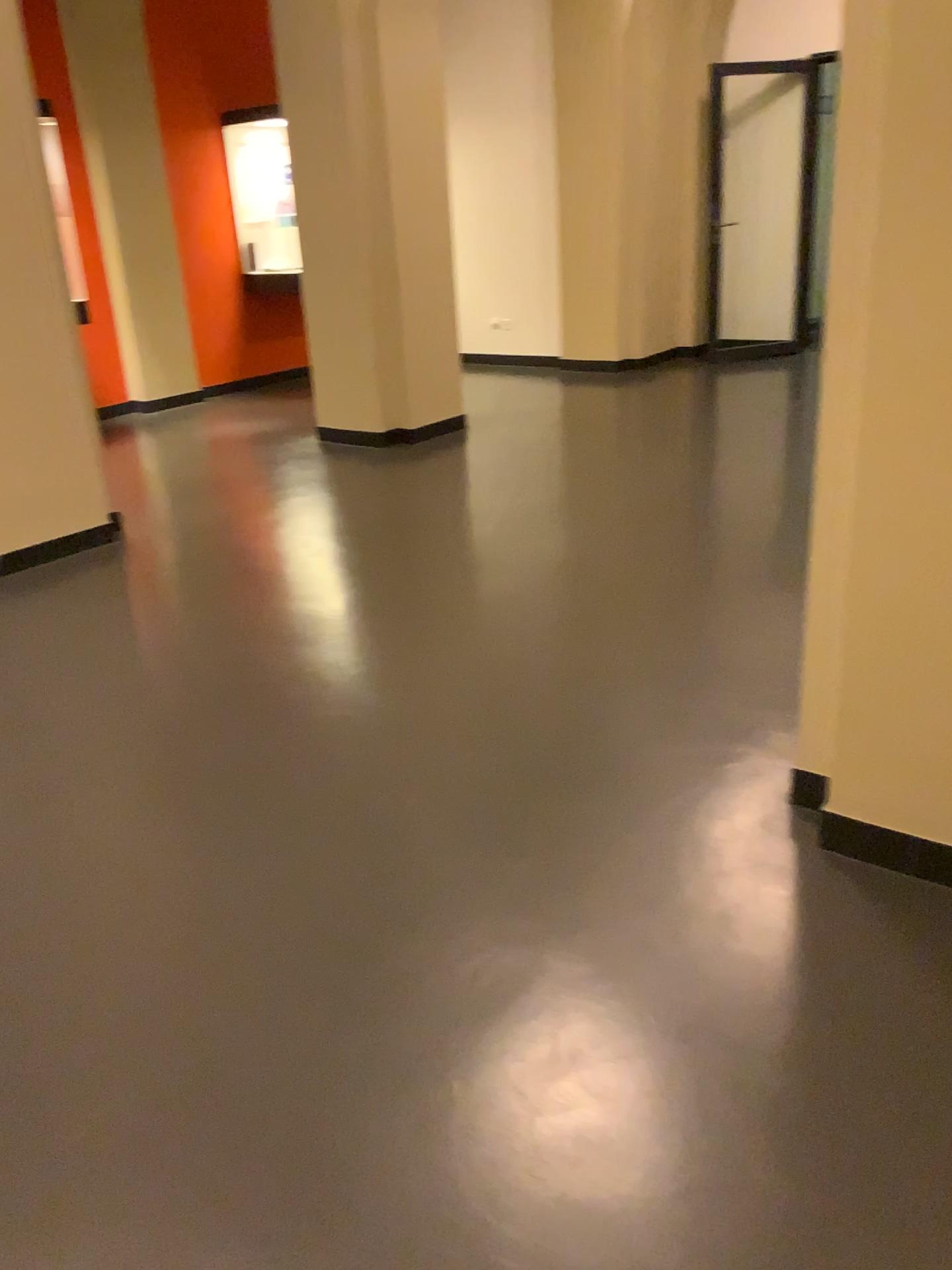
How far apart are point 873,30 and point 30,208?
3.6m

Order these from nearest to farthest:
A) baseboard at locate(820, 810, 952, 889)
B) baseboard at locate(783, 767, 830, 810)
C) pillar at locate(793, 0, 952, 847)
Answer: pillar at locate(793, 0, 952, 847) < baseboard at locate(820, 810, 952, 889) < baseboard at locate(783, 767, 830, 810)

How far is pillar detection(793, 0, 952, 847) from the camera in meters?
1.8 m

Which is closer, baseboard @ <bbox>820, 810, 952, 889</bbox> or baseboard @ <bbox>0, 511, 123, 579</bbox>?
baseboard @ <bbox>820, 810, 952, 889</bbox>

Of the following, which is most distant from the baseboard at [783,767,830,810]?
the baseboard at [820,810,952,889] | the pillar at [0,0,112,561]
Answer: the pillar at [0,0,112,561]

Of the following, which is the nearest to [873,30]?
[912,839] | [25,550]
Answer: [912,839]

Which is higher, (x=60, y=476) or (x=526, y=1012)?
(x=60, y=476)

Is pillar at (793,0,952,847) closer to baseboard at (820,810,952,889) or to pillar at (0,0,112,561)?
baseboard at (820,810,952,889)

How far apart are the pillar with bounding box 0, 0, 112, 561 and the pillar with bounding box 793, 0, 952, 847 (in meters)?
3.50

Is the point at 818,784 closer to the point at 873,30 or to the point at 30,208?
the point at 873,30
